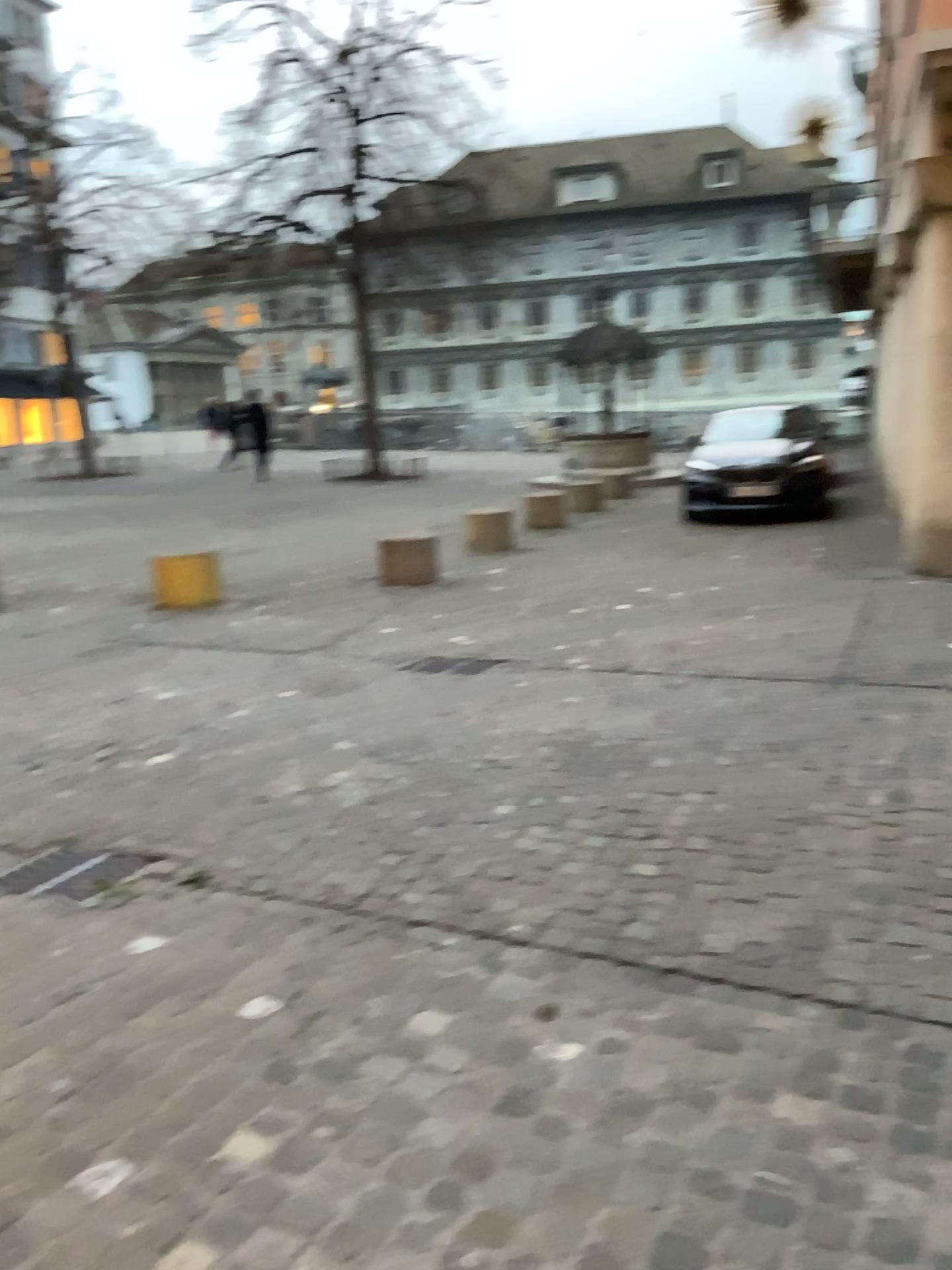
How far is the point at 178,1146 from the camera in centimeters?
208cm
